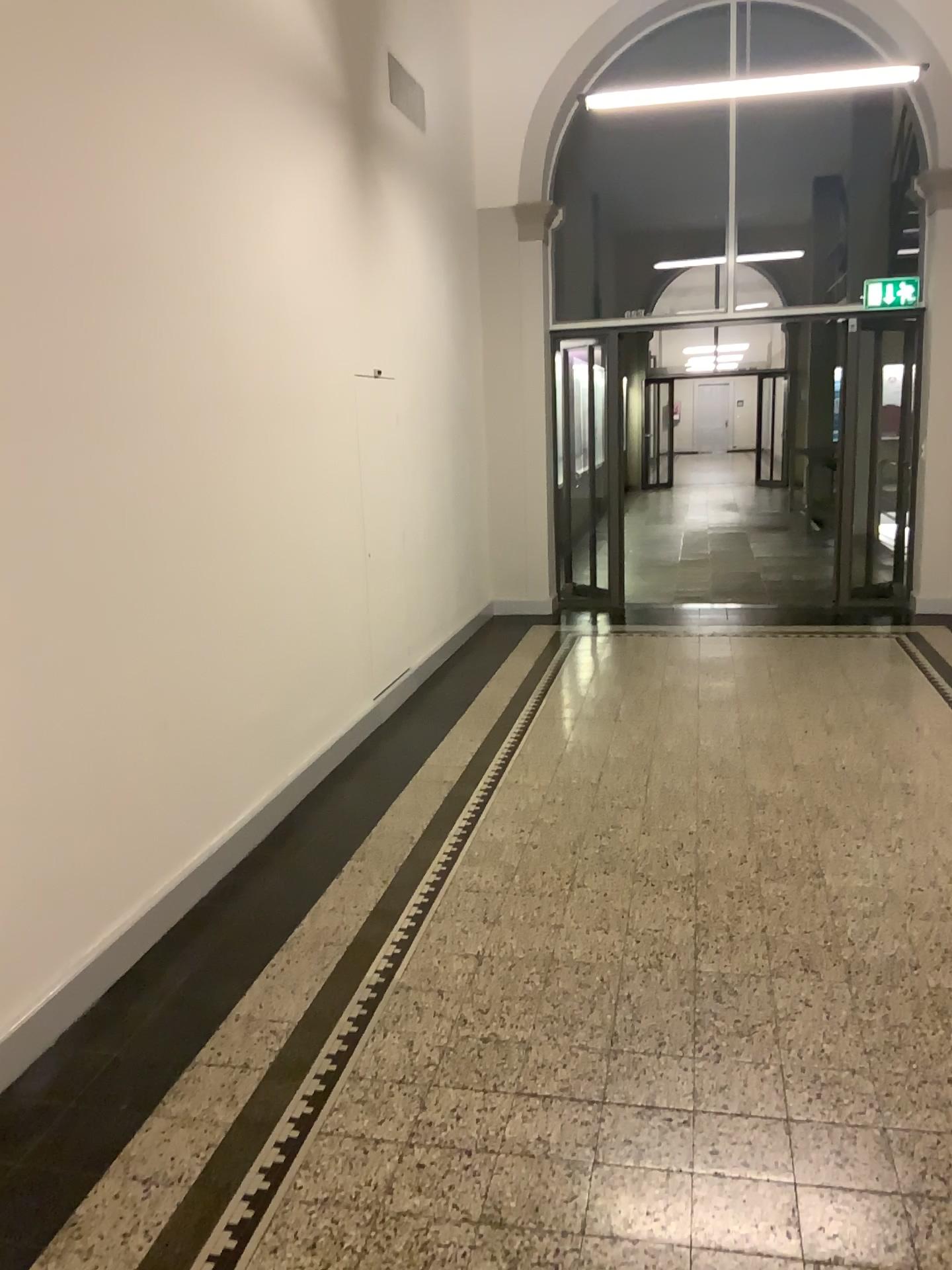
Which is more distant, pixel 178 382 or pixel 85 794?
pixel 178 382
